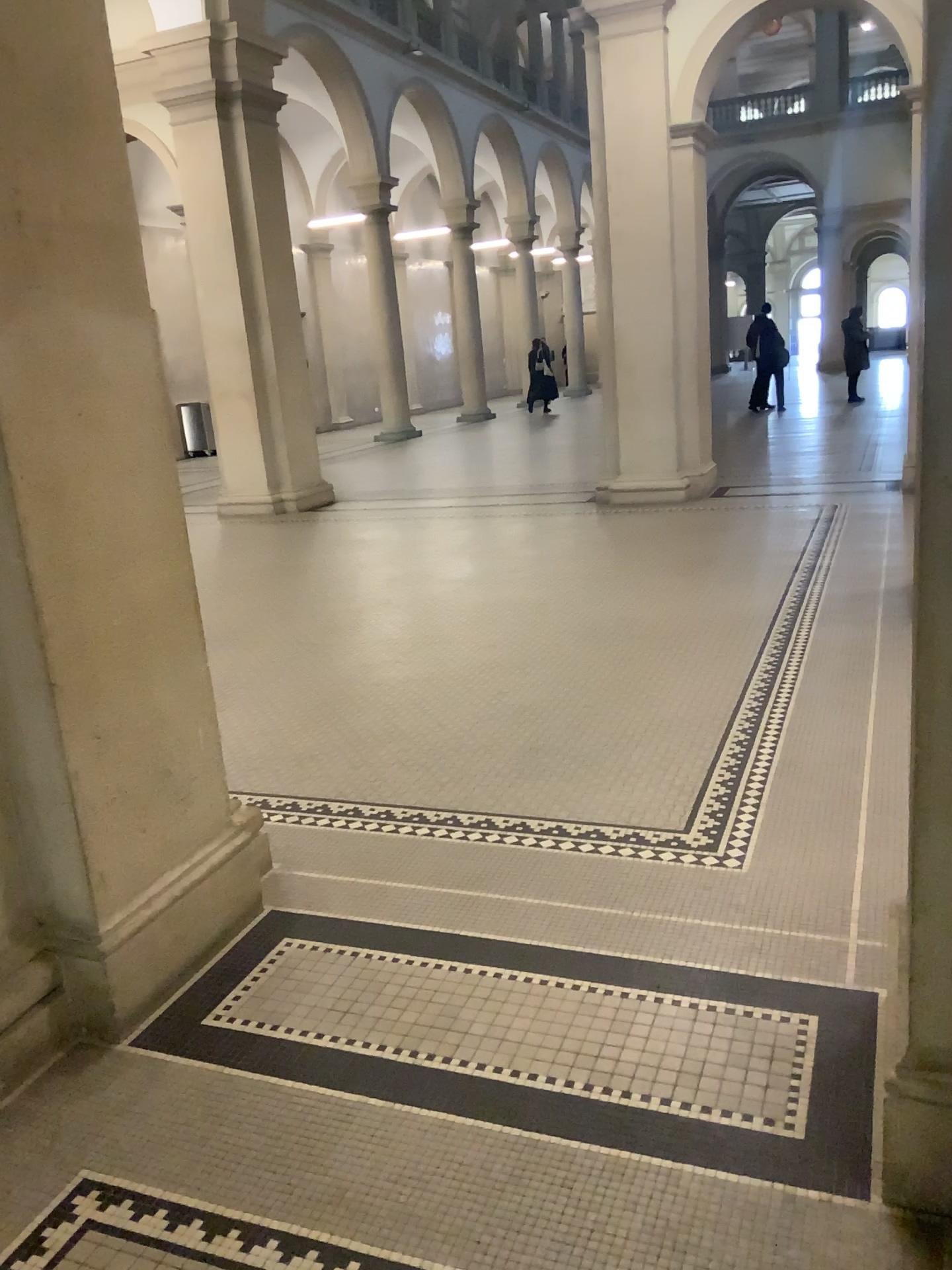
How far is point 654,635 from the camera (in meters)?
5.20
